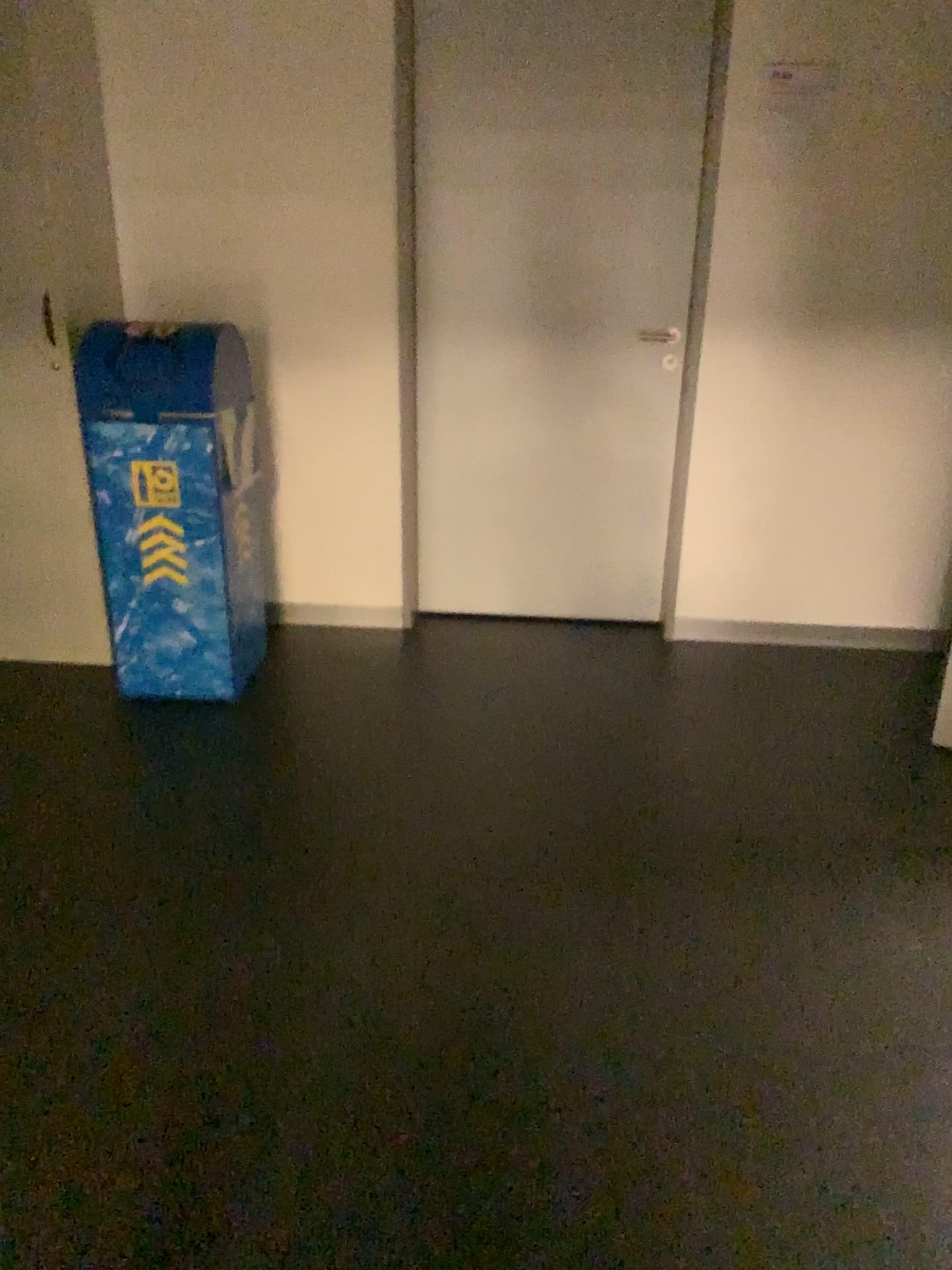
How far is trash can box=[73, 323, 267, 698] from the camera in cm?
290

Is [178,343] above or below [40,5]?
below

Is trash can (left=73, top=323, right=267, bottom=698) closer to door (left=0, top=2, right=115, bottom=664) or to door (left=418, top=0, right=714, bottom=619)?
door (left=0, top=2, right=115, bottom=664)

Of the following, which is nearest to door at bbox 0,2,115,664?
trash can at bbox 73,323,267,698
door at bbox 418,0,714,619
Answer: trash can at bbox 73,323,267,698

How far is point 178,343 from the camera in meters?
2.9 m

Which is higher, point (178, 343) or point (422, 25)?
point (422, 25)

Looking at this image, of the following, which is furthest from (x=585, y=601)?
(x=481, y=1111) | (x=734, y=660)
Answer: (x=481, y=1111)
